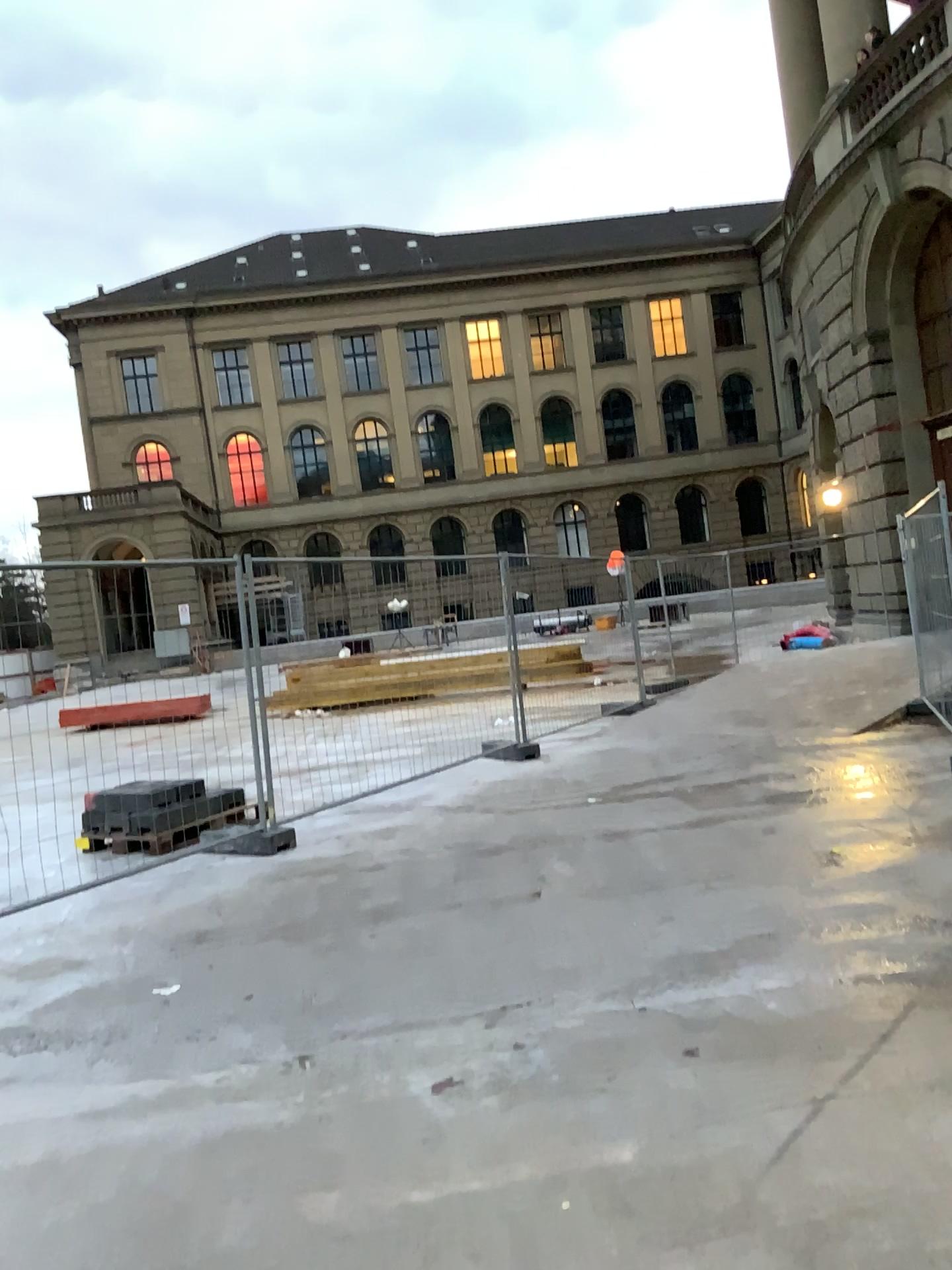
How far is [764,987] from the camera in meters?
3.7 m
